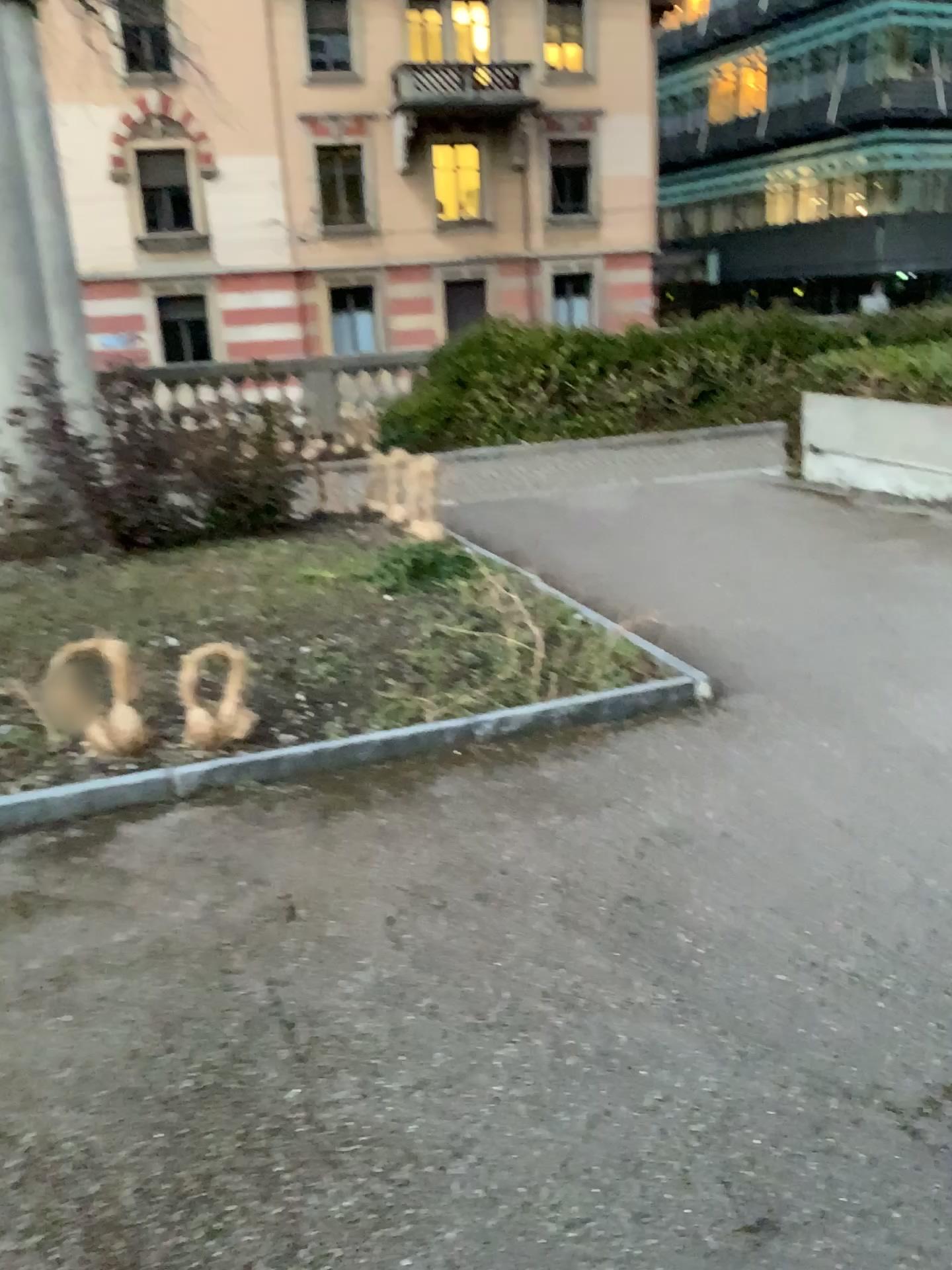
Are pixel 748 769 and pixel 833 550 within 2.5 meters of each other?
no
